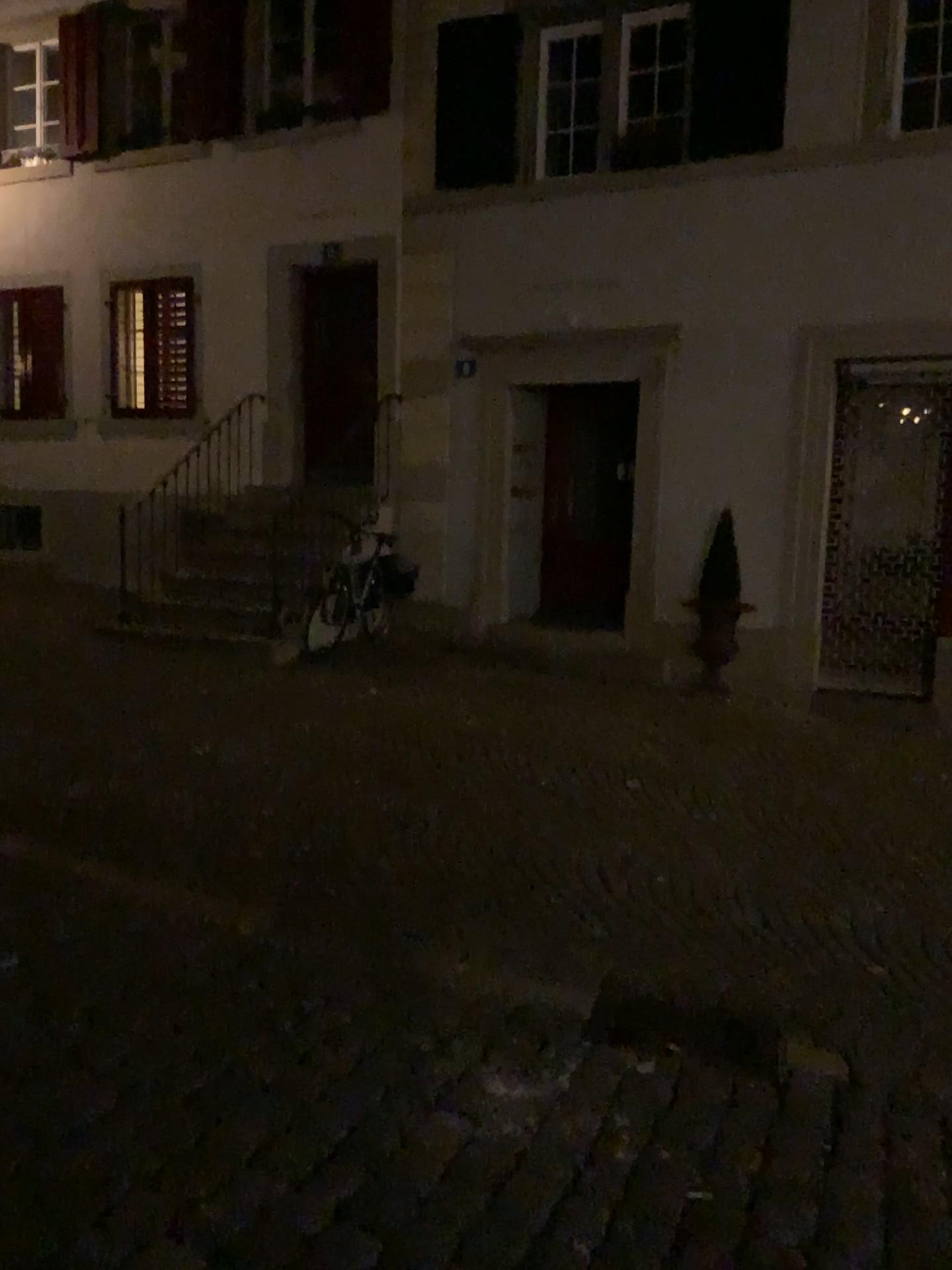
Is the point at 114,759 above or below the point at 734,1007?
above
